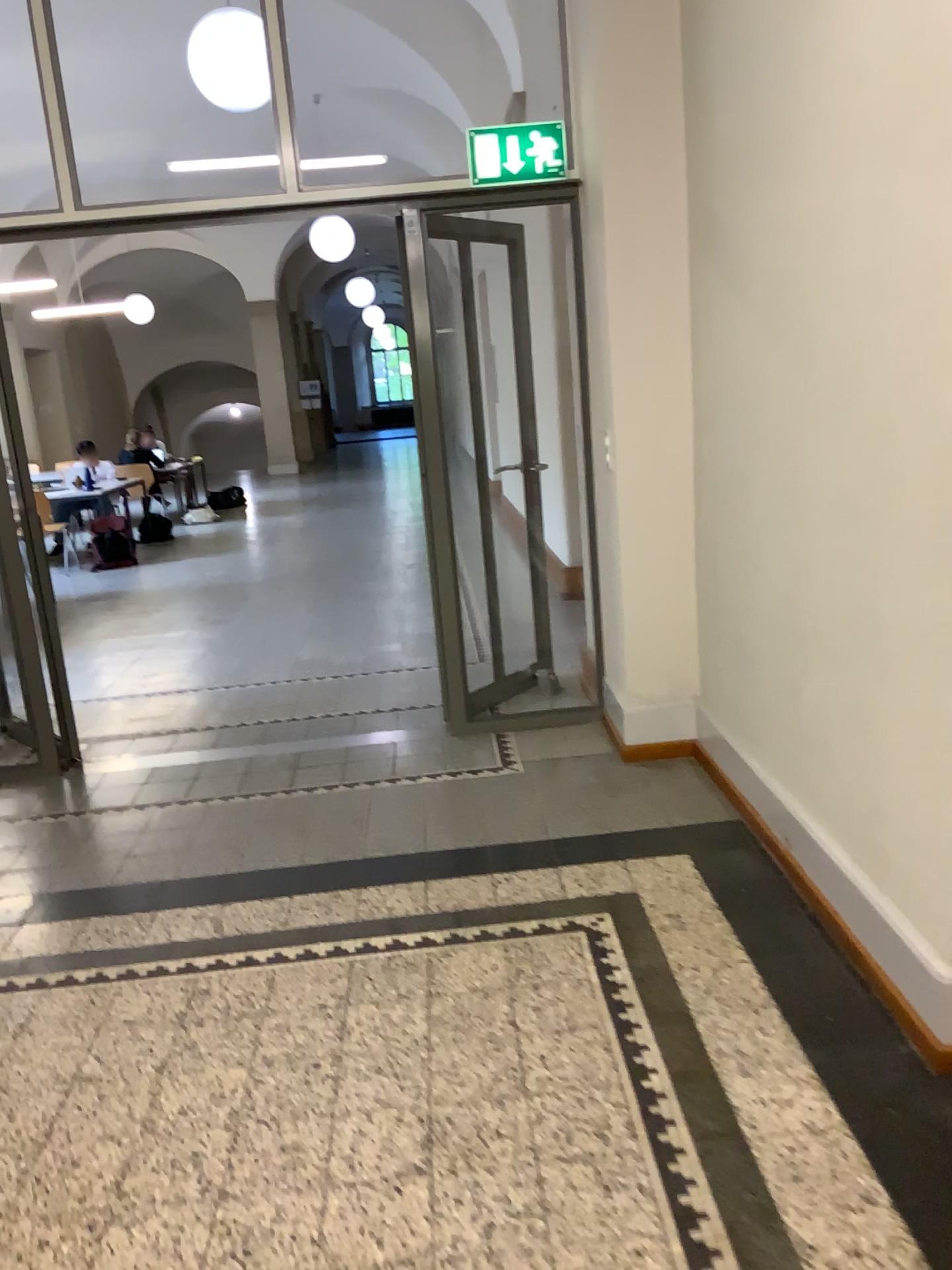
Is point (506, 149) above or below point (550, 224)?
above

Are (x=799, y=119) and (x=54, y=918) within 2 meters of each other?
no
